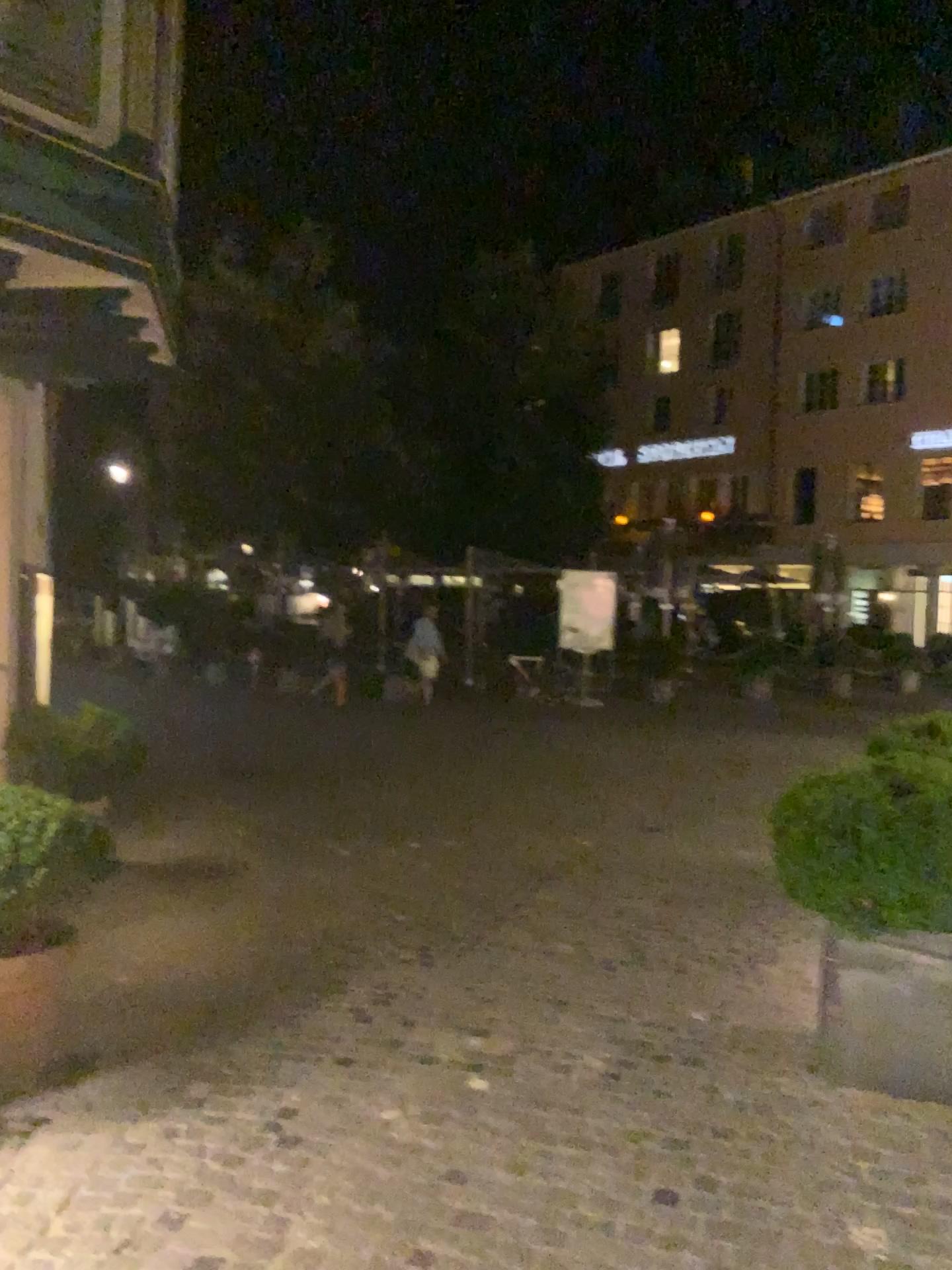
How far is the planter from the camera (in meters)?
3.62

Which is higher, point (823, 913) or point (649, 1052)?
point (823, 913)

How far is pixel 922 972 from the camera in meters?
3.6
